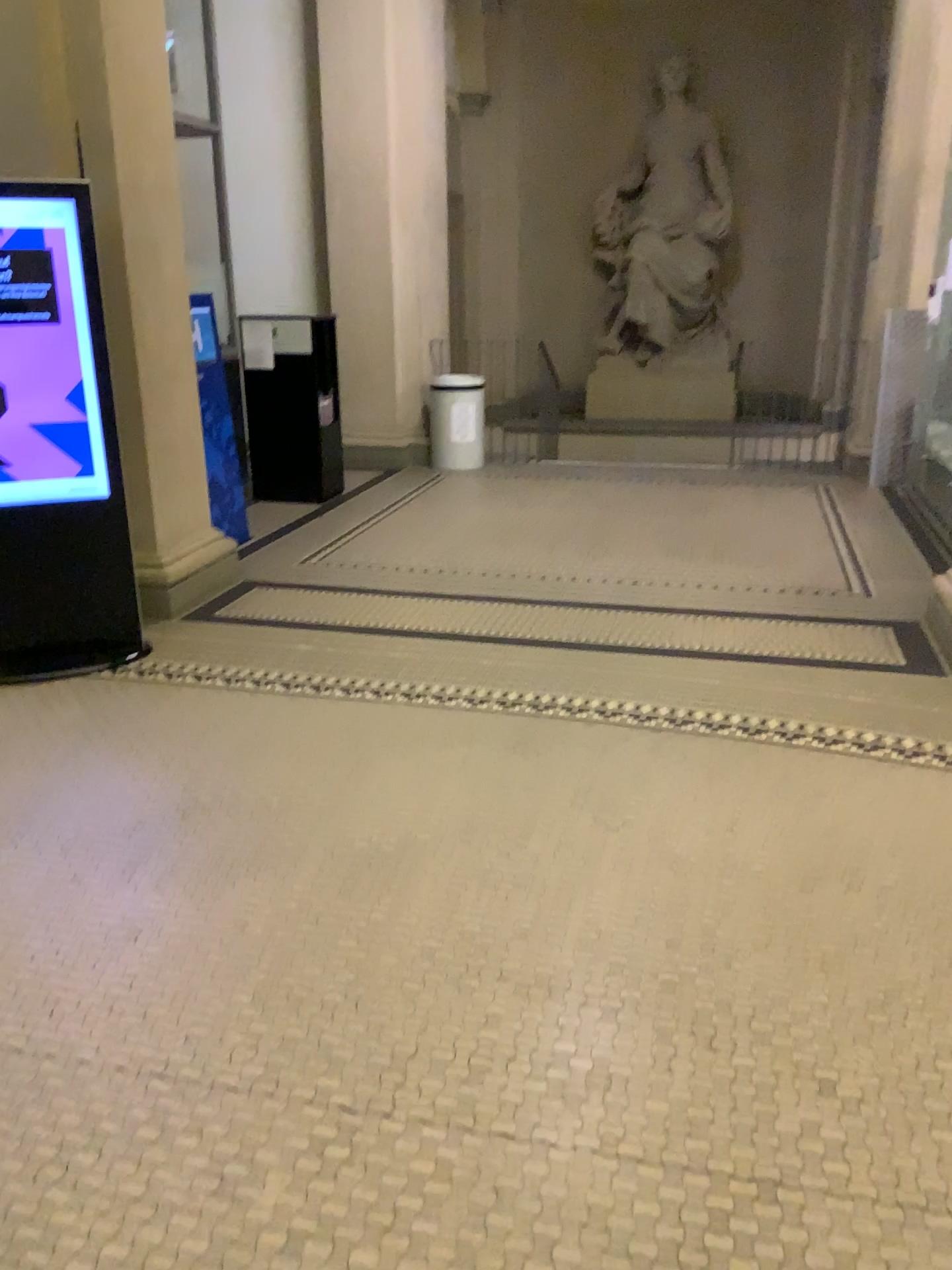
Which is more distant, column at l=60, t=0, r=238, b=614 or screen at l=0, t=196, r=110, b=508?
column at l=60, t=0, r=238, b=614

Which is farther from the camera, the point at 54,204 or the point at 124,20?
the point at 124,20

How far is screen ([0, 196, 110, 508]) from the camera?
3.9m

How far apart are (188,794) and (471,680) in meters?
1.2 m

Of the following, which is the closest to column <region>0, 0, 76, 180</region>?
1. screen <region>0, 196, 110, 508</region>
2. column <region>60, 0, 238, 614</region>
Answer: column <region>60, 0, 238, 614</region>

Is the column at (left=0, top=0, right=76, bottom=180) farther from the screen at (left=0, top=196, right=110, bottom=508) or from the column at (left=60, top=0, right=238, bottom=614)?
the screen at (left=0, top=196, right=110, bottom=508)

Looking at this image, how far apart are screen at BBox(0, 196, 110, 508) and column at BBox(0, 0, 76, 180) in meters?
0.5

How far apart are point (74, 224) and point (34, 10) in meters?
1.0

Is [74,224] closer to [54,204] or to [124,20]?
[54,204]

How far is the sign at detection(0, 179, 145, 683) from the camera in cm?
390
